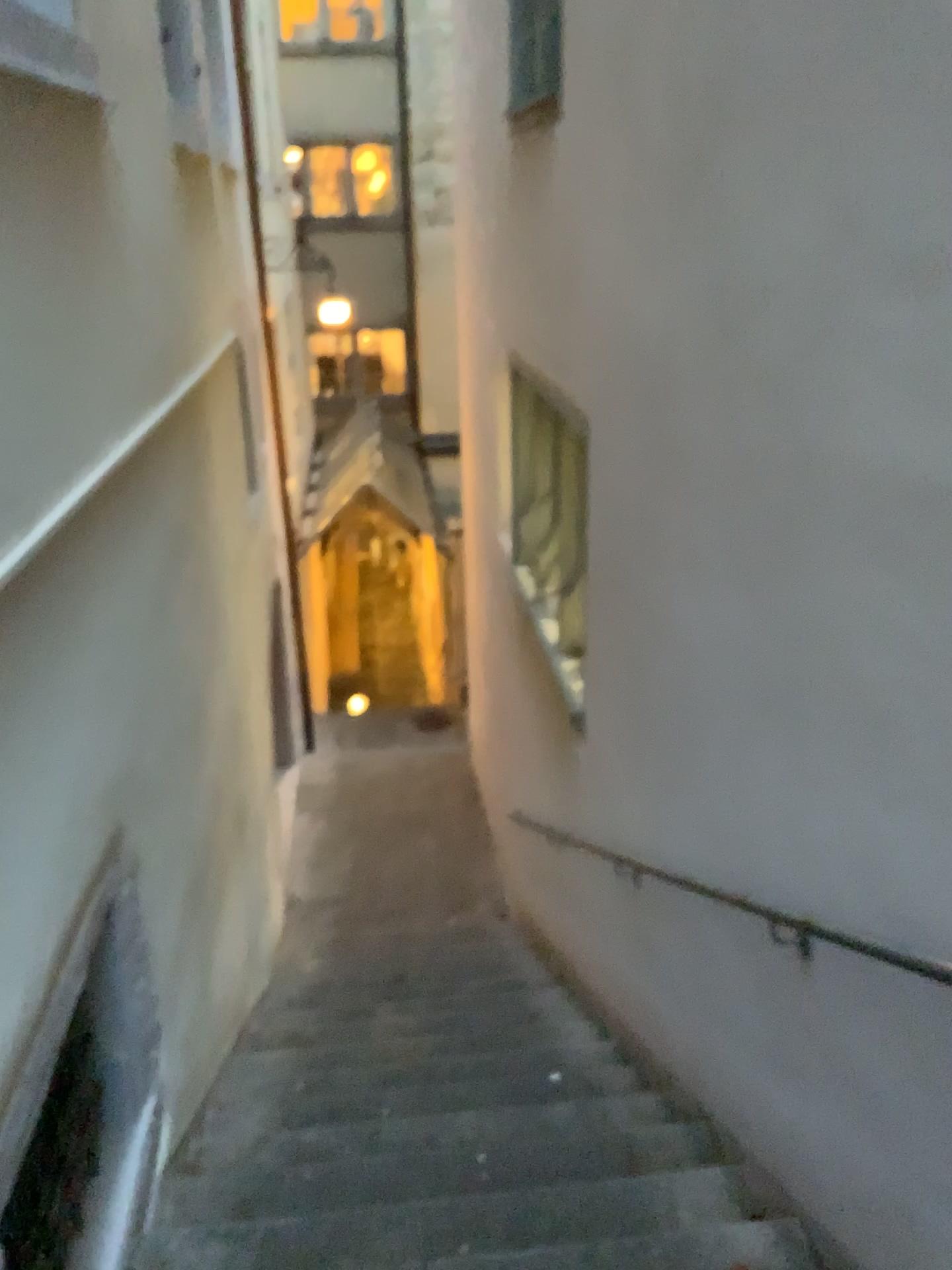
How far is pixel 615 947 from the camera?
4.3 meters
